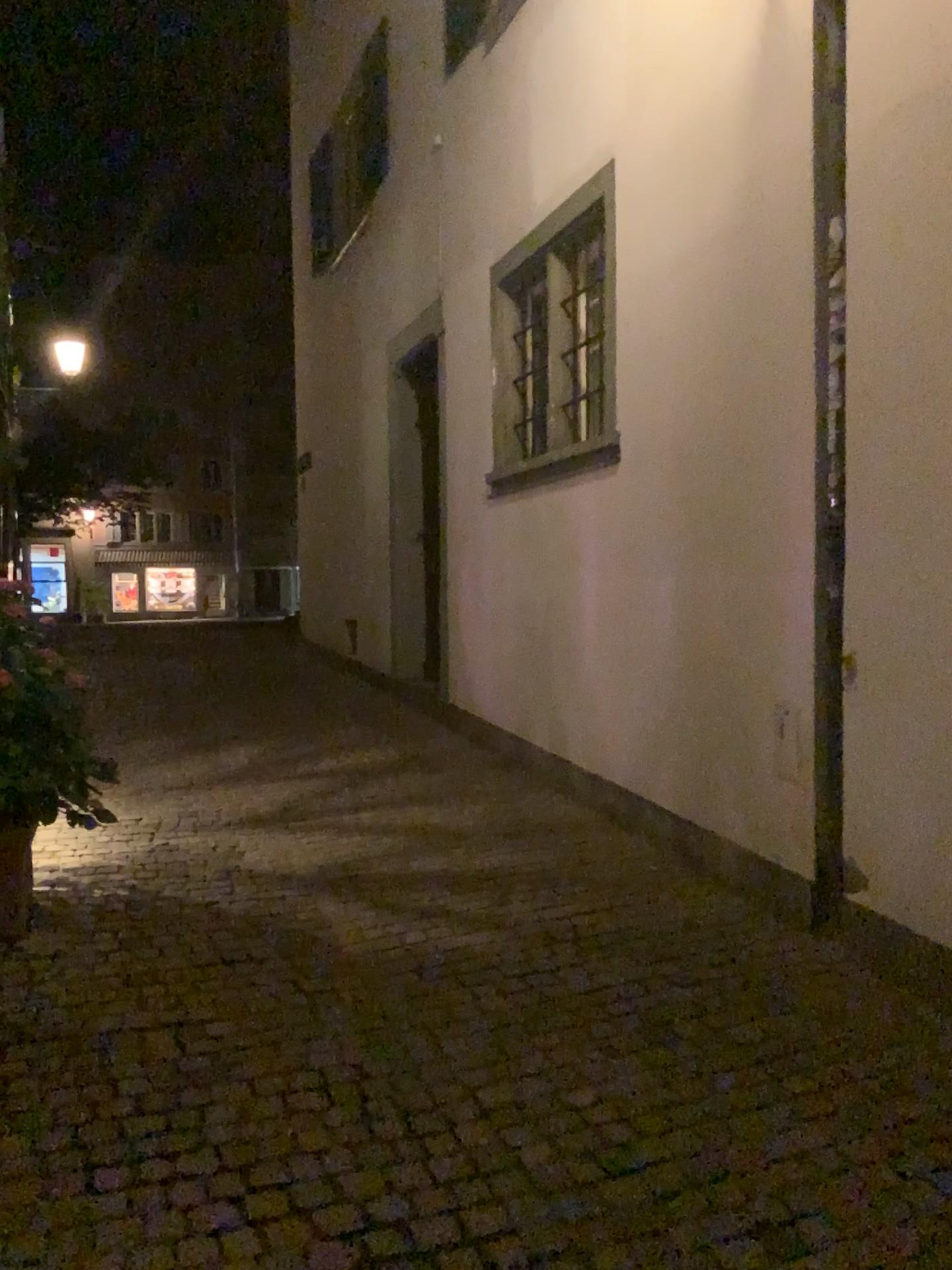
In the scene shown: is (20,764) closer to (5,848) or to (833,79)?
(5,848)

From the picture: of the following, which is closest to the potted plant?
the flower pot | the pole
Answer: the flower pot

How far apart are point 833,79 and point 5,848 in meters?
3.9

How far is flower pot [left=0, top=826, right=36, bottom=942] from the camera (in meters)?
3.69

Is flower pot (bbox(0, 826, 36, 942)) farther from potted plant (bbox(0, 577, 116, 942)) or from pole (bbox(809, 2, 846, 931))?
pole (bbox(809, 2, 846, 931))

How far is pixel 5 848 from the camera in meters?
3.7 m

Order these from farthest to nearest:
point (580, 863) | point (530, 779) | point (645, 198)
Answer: point (530, 779), point (645, 198), point (580, 863)

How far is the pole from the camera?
3.55m

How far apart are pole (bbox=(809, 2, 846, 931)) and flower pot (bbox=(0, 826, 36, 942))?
2.8m
